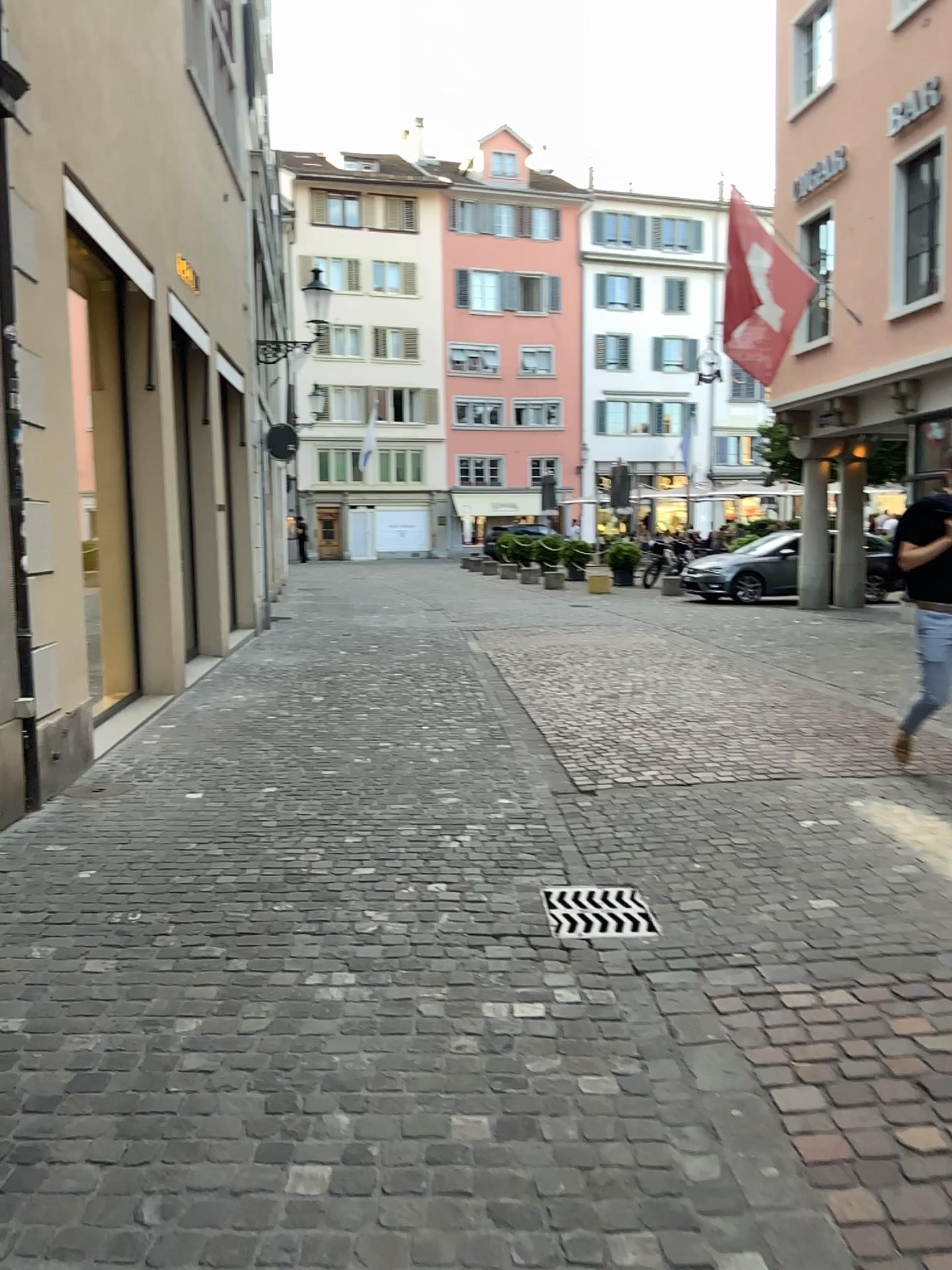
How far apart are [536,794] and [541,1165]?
3.1 meters

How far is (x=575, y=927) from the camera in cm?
364

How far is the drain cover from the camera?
3.64m
